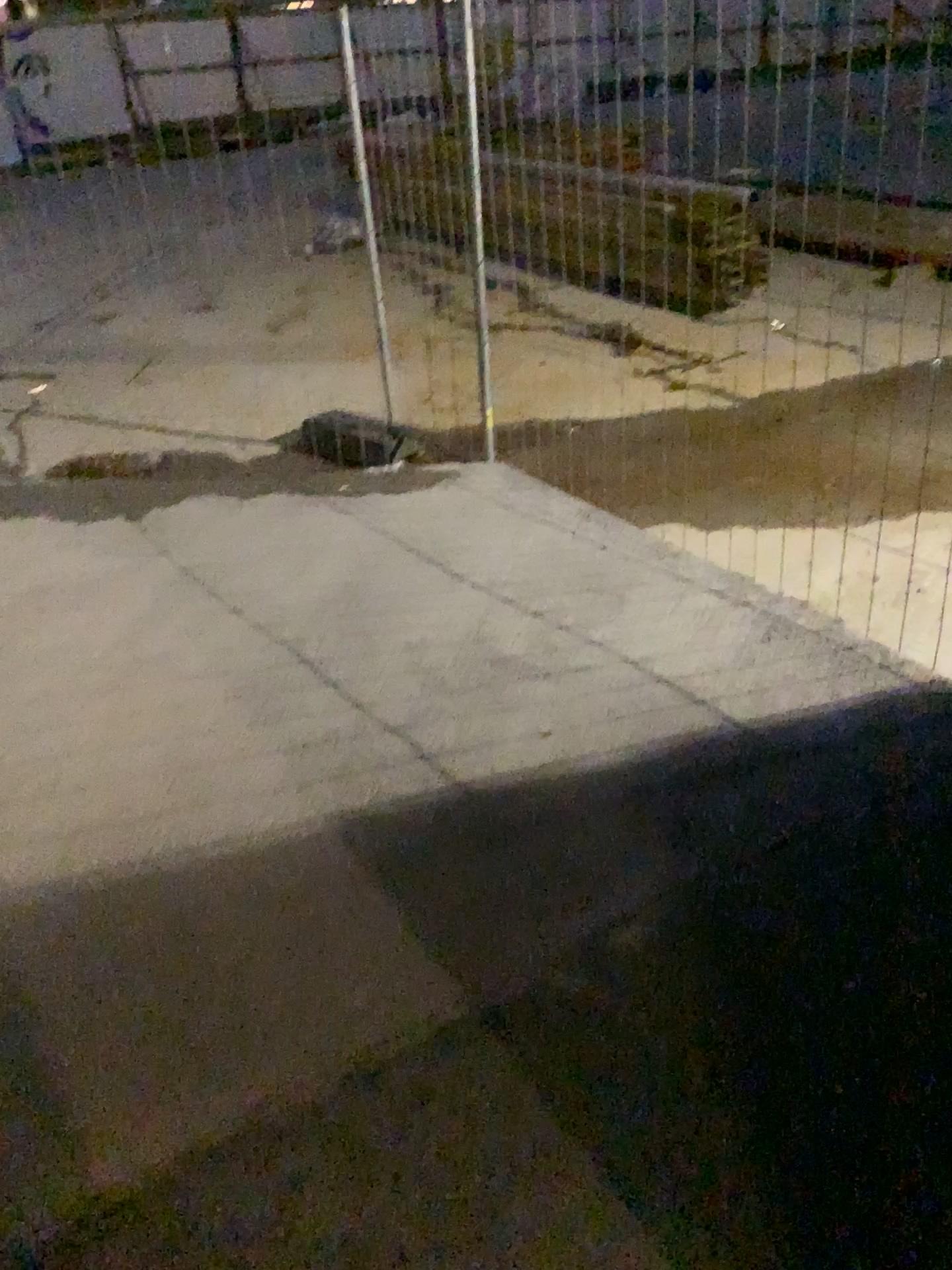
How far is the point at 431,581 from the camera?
3.3m
